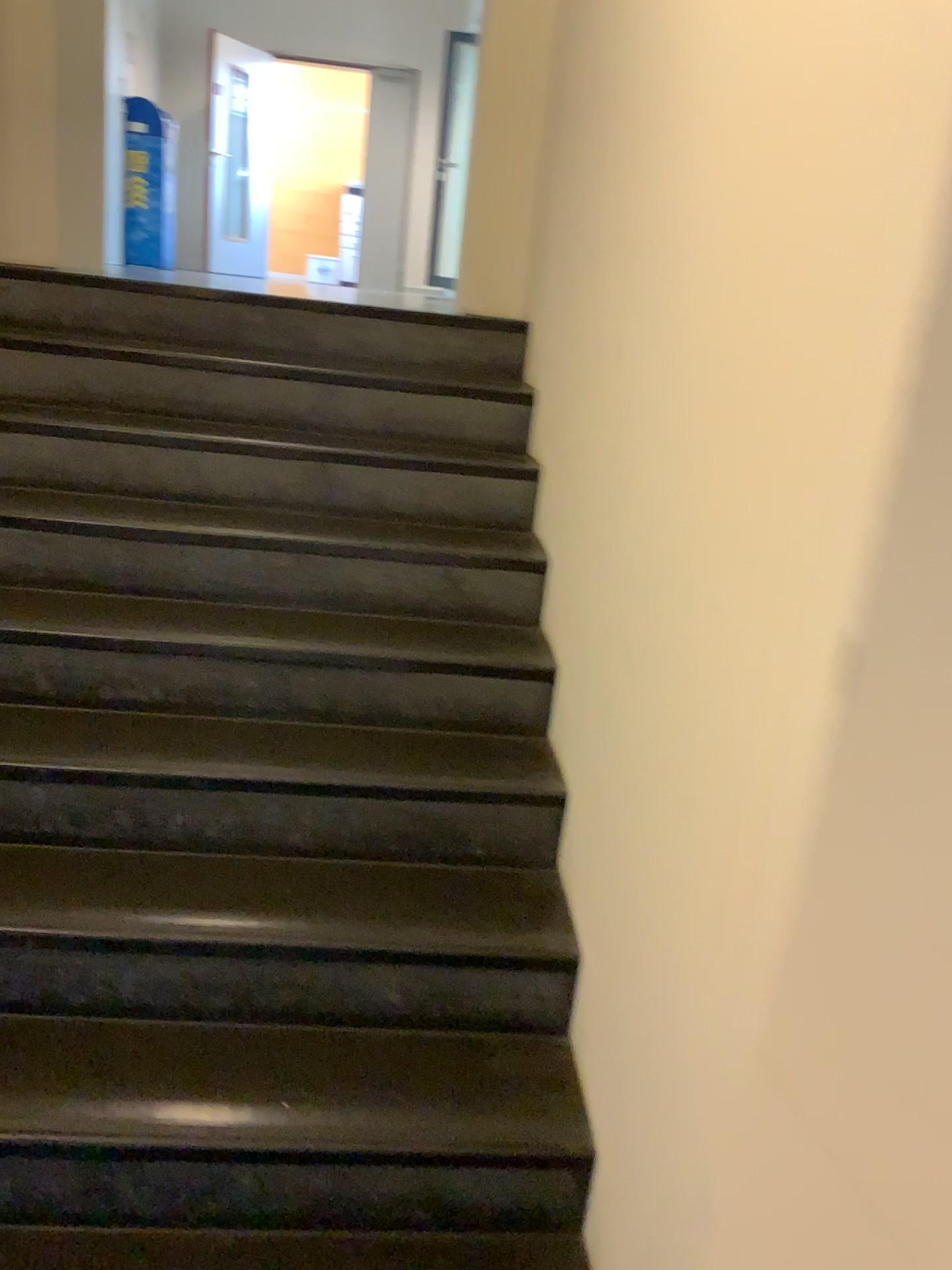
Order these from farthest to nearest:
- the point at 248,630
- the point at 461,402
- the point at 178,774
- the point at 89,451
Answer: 1. the point at 461,402
2. the point at 89,451
3. the point at 248,630
4. the point at 178,774
